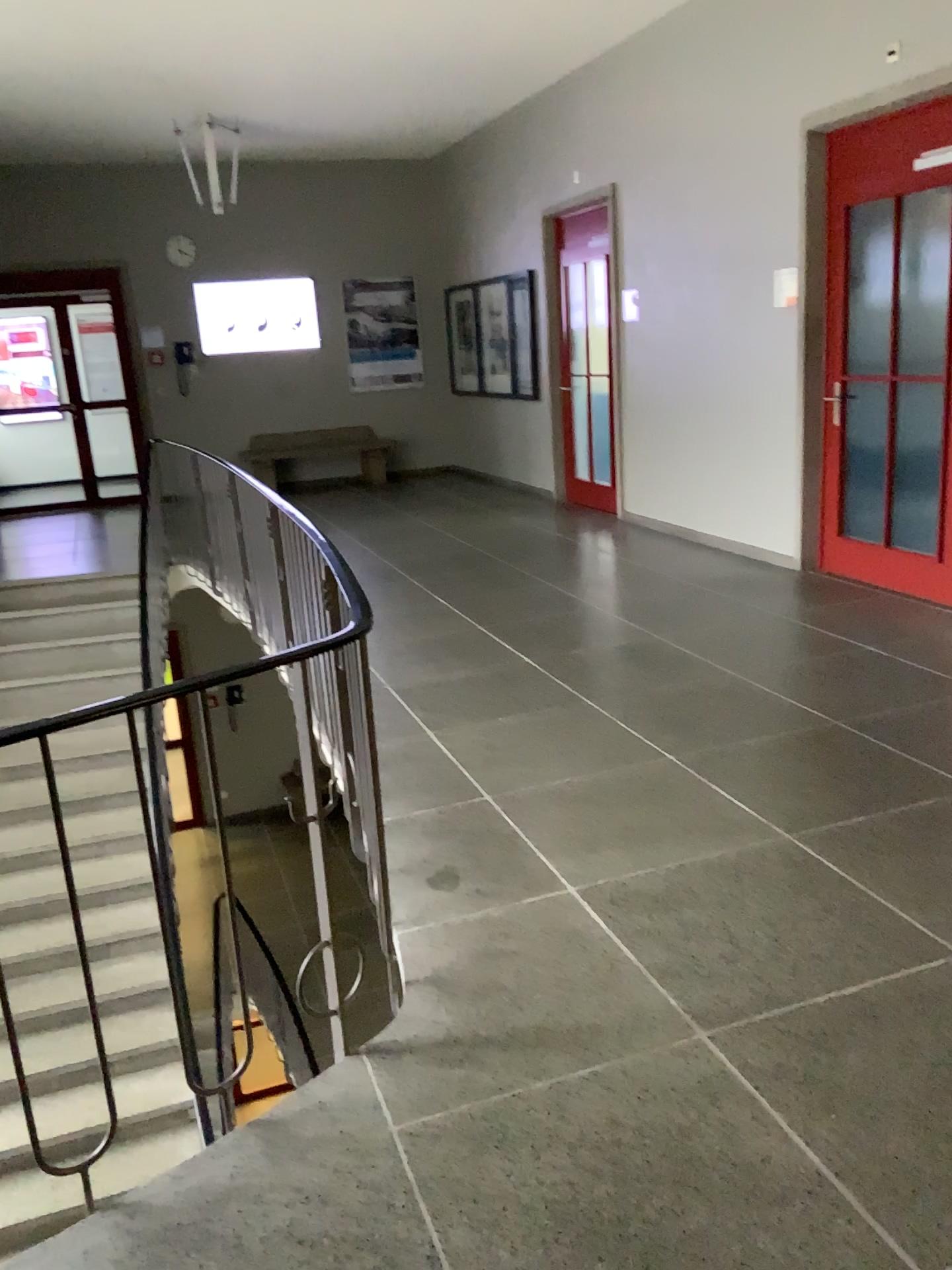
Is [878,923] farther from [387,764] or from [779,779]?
[387,764]
